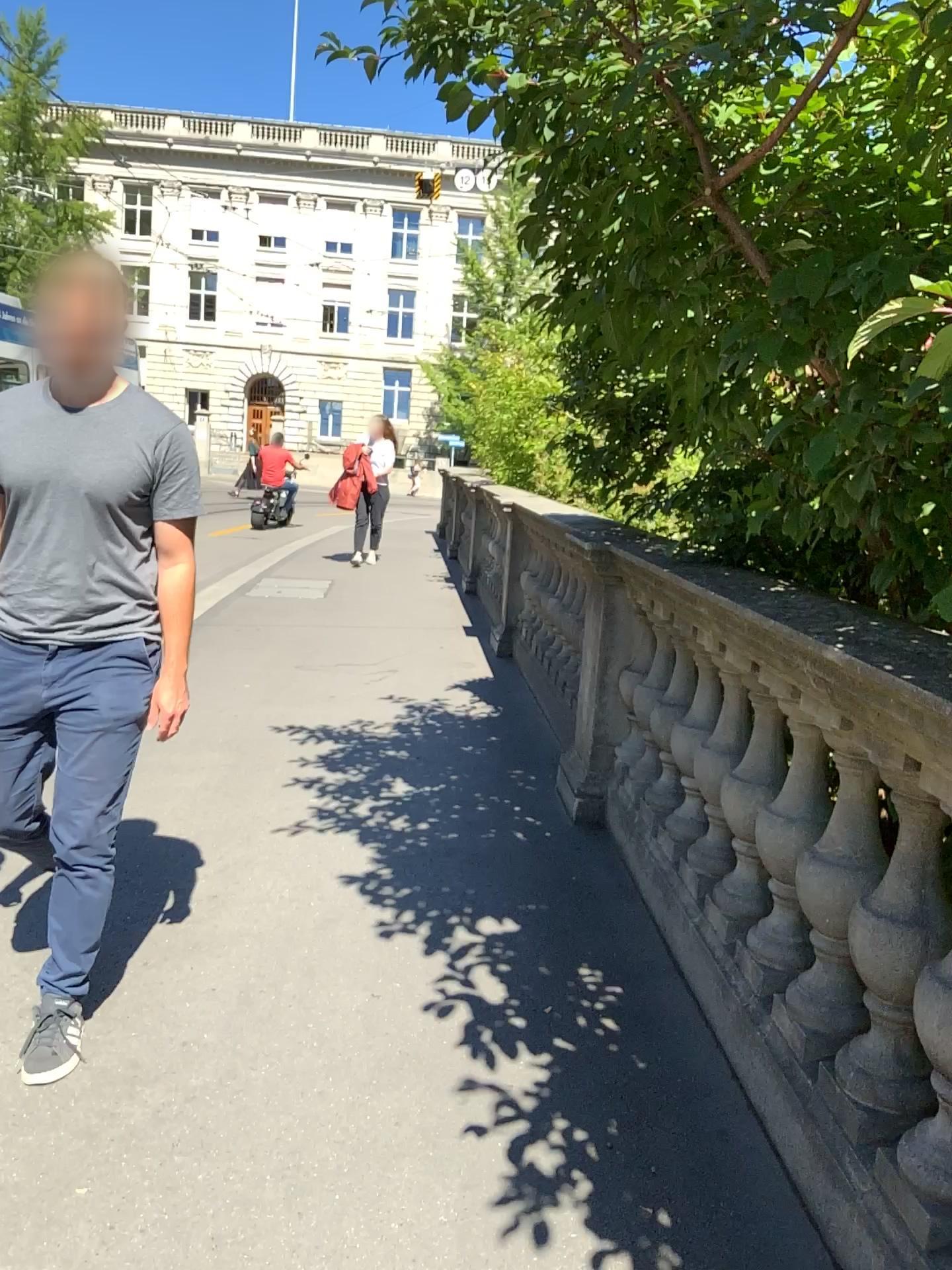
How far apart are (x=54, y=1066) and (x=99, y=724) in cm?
74

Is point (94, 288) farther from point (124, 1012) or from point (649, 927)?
point (649, 927)

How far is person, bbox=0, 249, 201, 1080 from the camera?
2.30m

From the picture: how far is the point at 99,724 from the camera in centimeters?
232cm

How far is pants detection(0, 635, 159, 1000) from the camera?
2.32m

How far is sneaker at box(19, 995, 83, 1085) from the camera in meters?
2.3 m

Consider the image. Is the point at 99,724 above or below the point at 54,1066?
above
